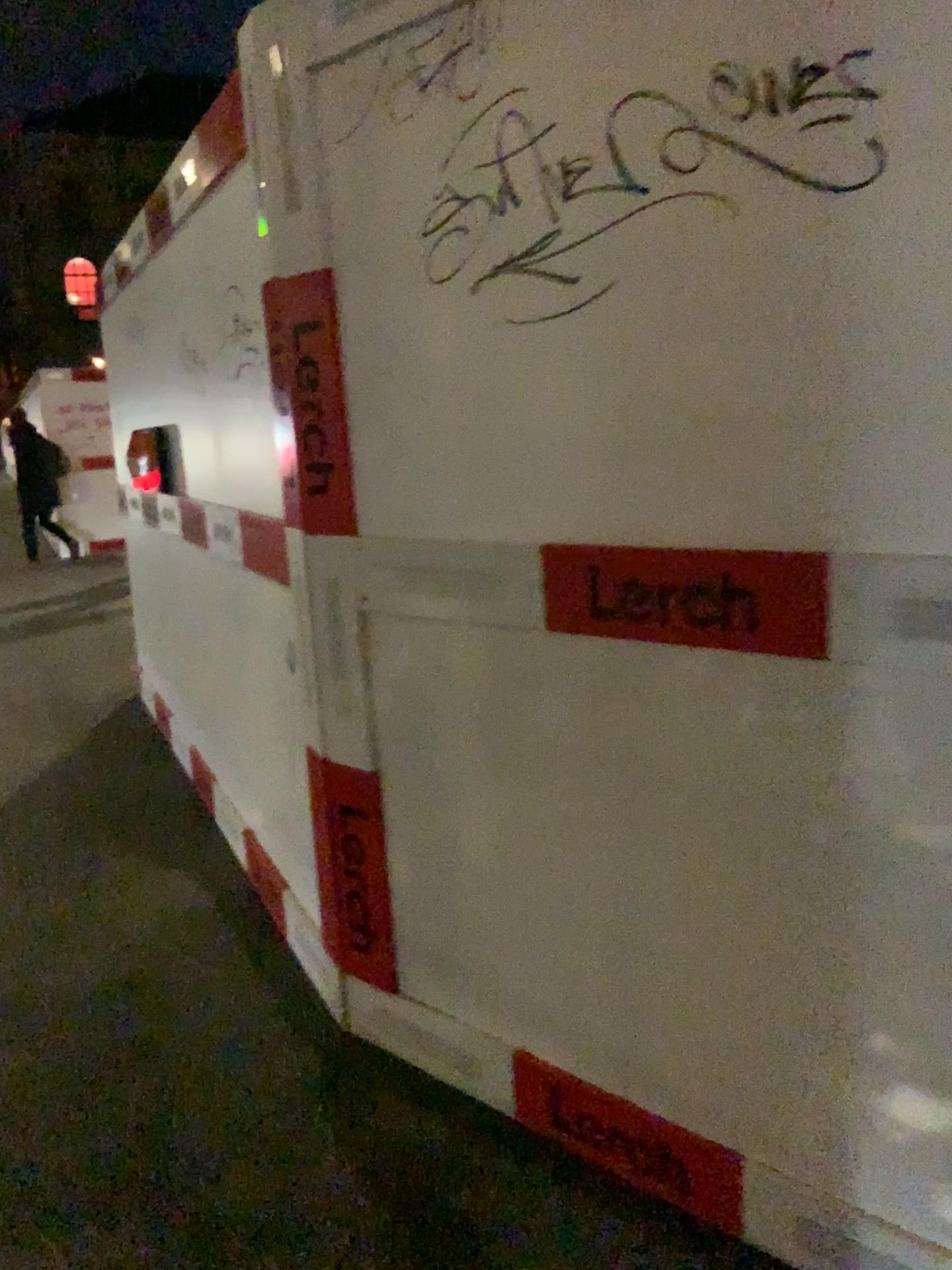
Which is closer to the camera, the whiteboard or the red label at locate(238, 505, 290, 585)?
the whiteboard

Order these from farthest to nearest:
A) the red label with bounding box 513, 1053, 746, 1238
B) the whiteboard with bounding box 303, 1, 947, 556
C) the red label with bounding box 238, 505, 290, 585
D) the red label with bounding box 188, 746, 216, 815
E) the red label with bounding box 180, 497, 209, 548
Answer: the red label with bounding box 188, 746, 216, 815, the red label with bounding box 180, 497, 209, 548, the red label with bounding box 238, 505, 290, 585, the red label with bounding box 513, 1053, 746, 1238, the whiteboard with bounding box 303, 1, 947, 556

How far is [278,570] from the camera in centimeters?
240cm

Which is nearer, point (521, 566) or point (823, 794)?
point (823, 794)

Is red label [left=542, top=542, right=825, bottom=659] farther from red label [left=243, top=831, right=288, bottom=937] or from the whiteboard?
red label [left=243, top=831, right=288, bottom=937]

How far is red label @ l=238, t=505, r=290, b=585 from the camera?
2.4 meters

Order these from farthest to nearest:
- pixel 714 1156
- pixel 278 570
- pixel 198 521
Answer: pixel 198 521, pixel 278 570, pixel 714 1156

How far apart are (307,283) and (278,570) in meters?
0.6 m

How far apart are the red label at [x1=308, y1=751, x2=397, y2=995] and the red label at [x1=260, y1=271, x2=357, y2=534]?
0.5m

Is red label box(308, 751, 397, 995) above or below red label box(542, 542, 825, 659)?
below
